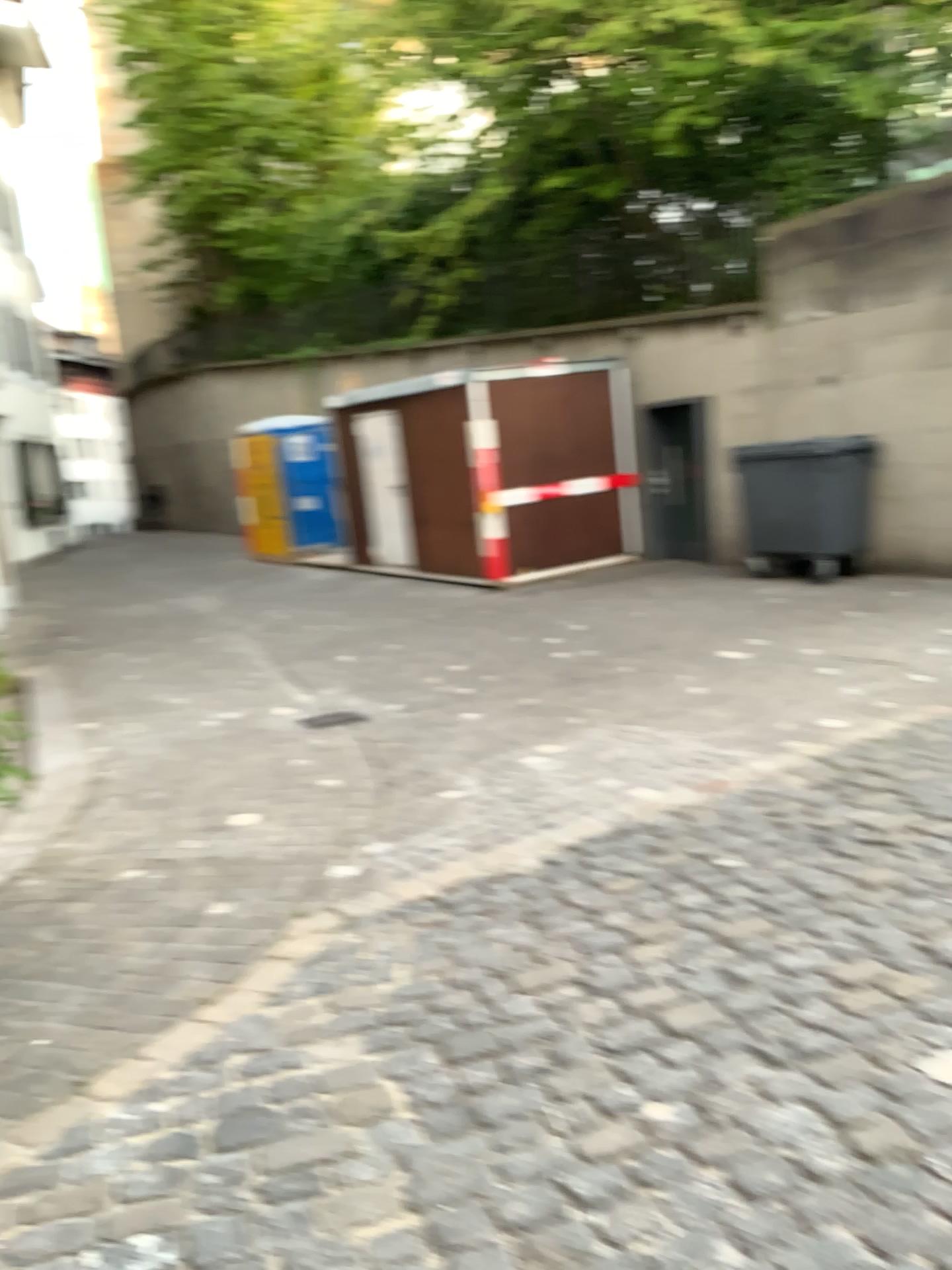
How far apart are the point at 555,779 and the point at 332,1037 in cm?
236
